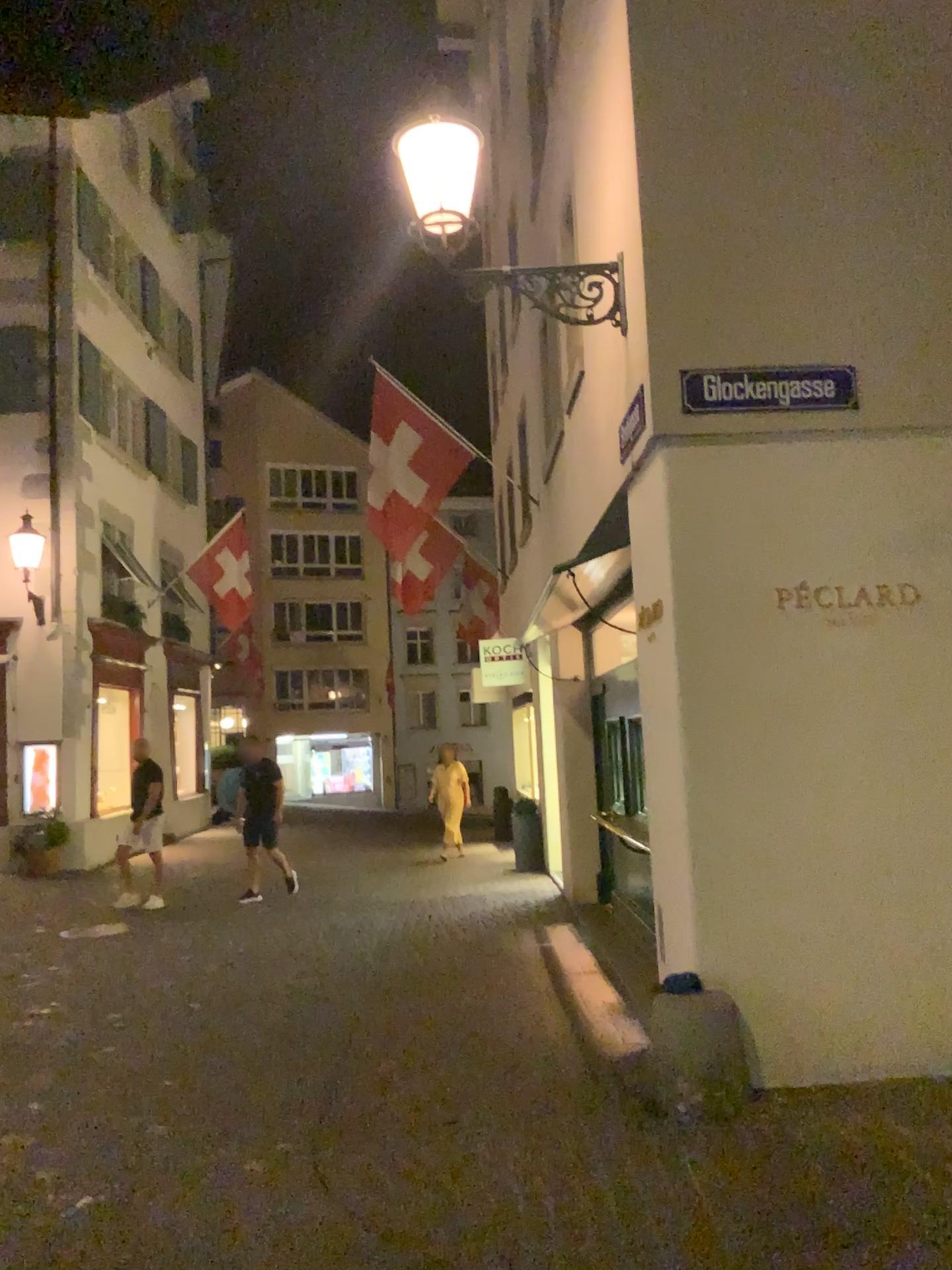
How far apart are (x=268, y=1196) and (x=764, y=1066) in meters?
2.3 m
